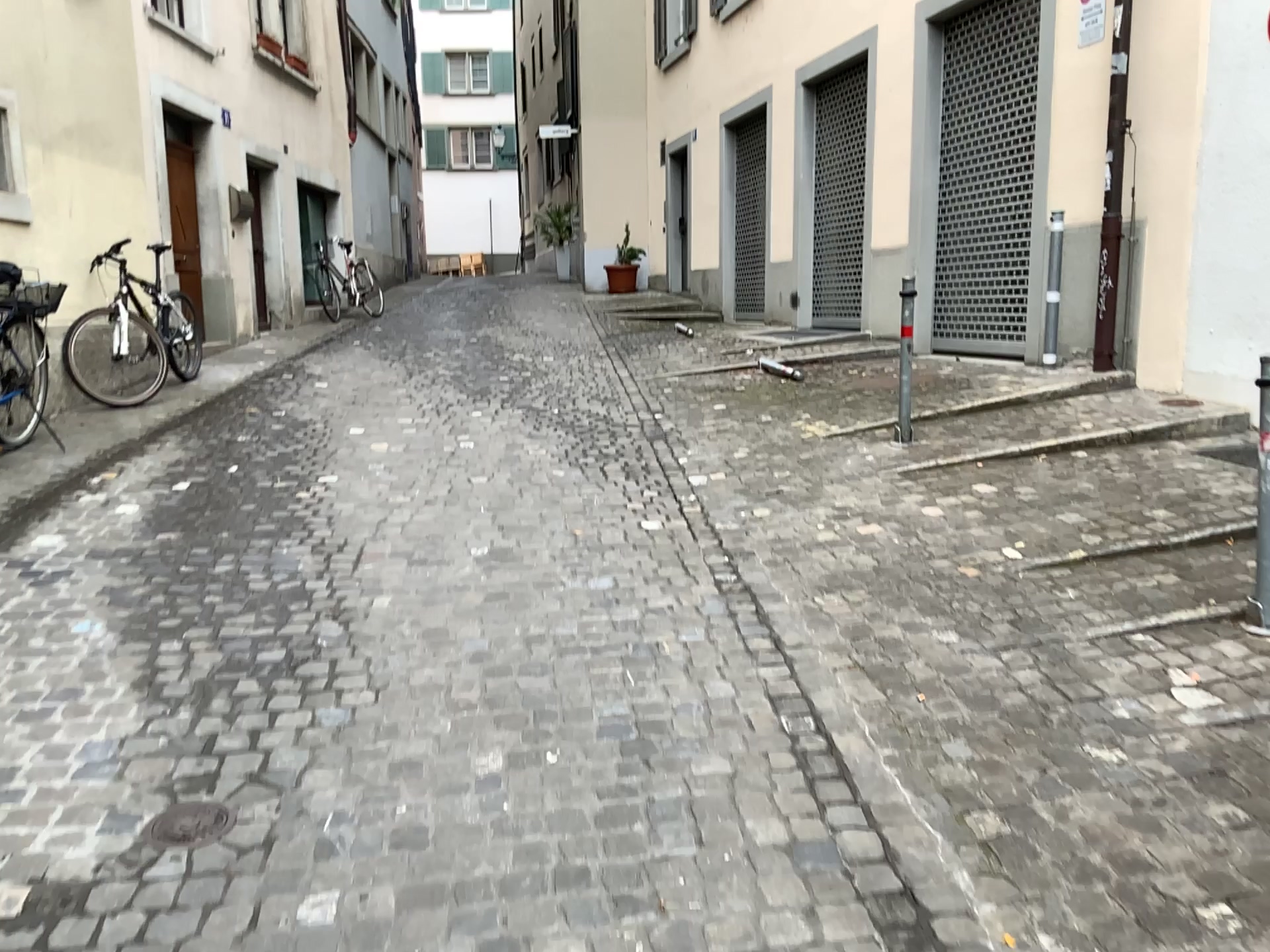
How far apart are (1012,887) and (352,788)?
1.5m

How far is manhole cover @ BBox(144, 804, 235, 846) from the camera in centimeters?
230cm

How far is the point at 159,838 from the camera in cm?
230
